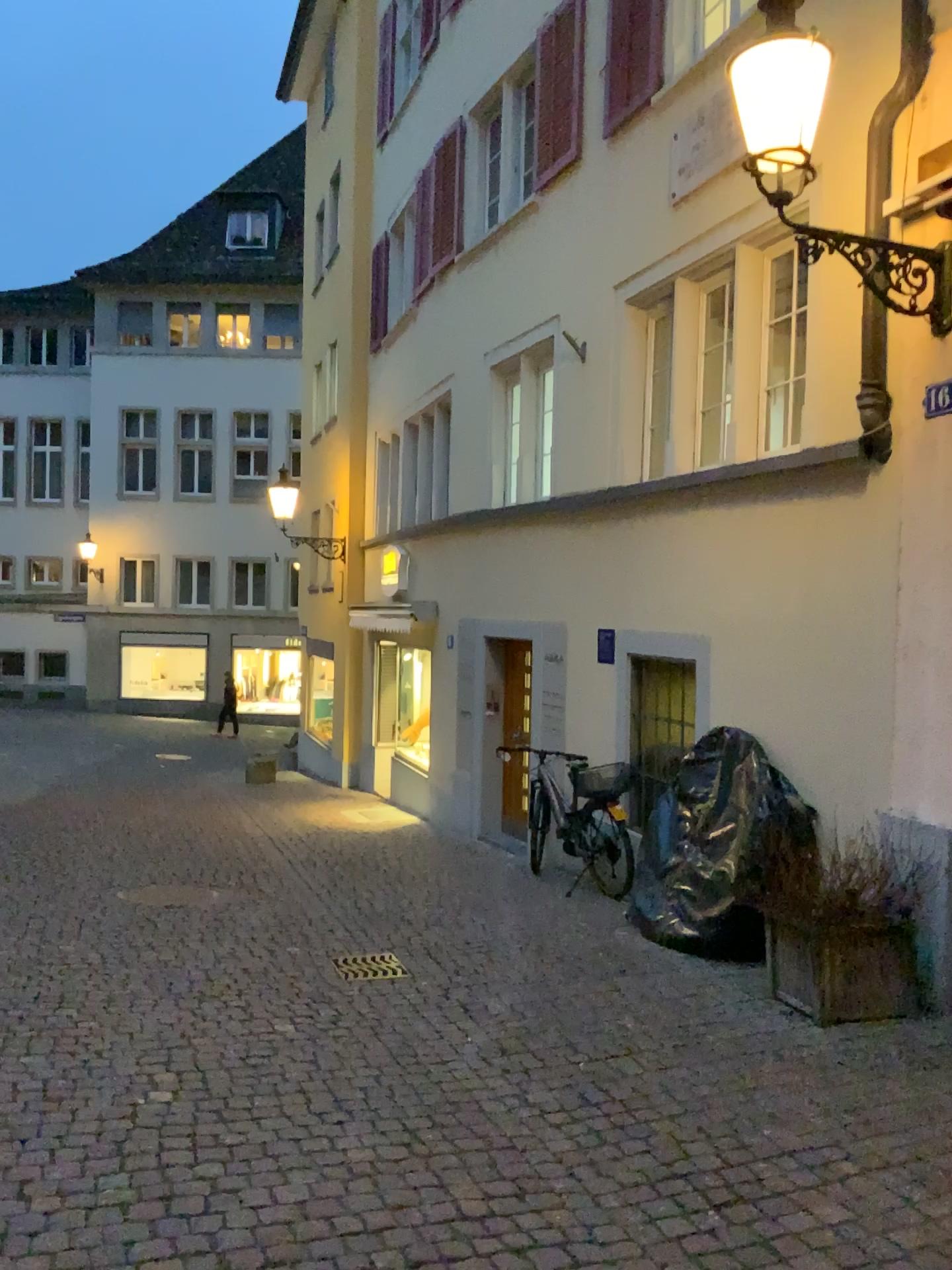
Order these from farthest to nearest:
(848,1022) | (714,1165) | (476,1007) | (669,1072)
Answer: (476,1007), (848,1022), (669,1072), (714,1165)
